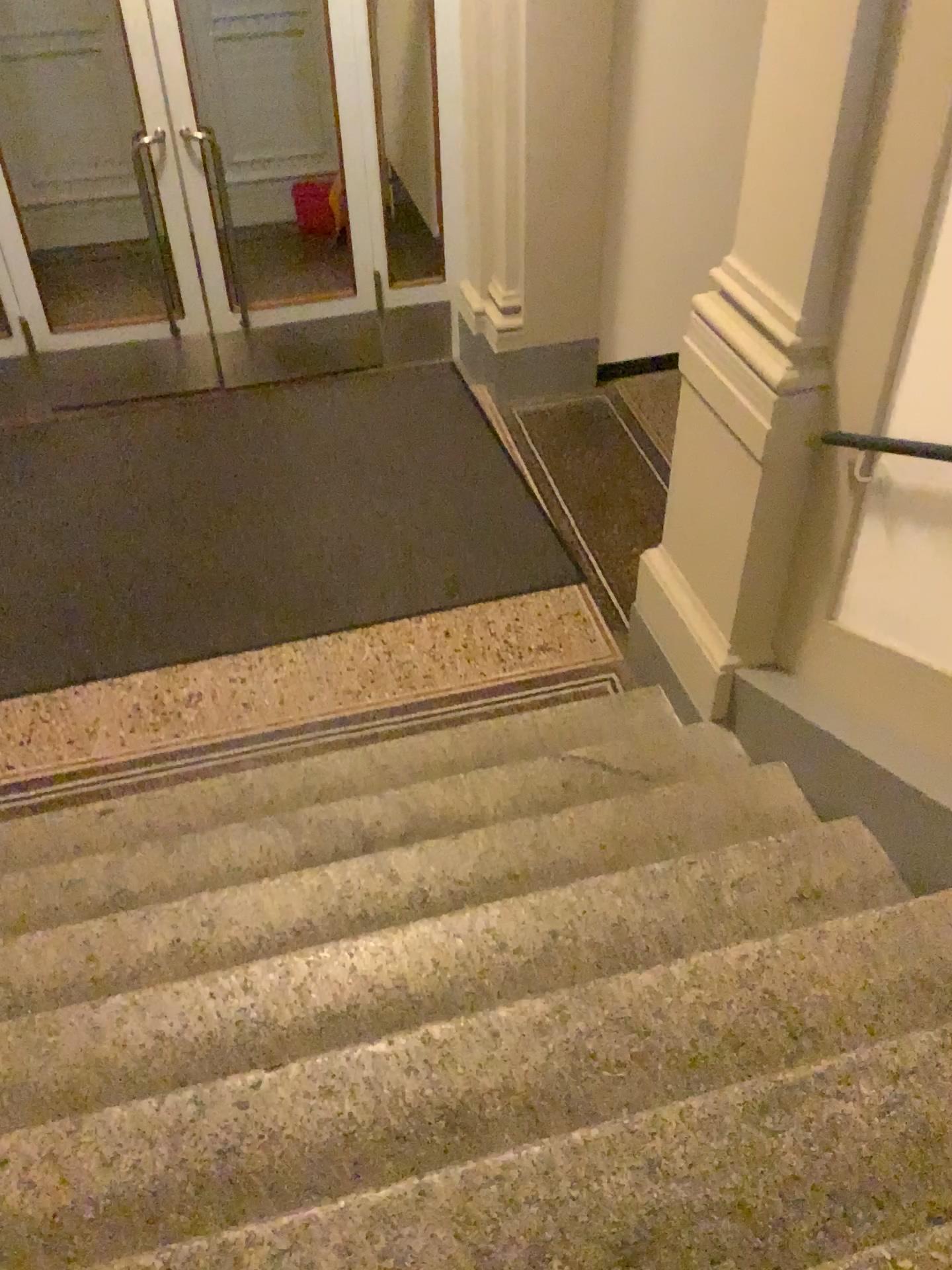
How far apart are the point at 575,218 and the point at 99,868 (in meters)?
3.59
